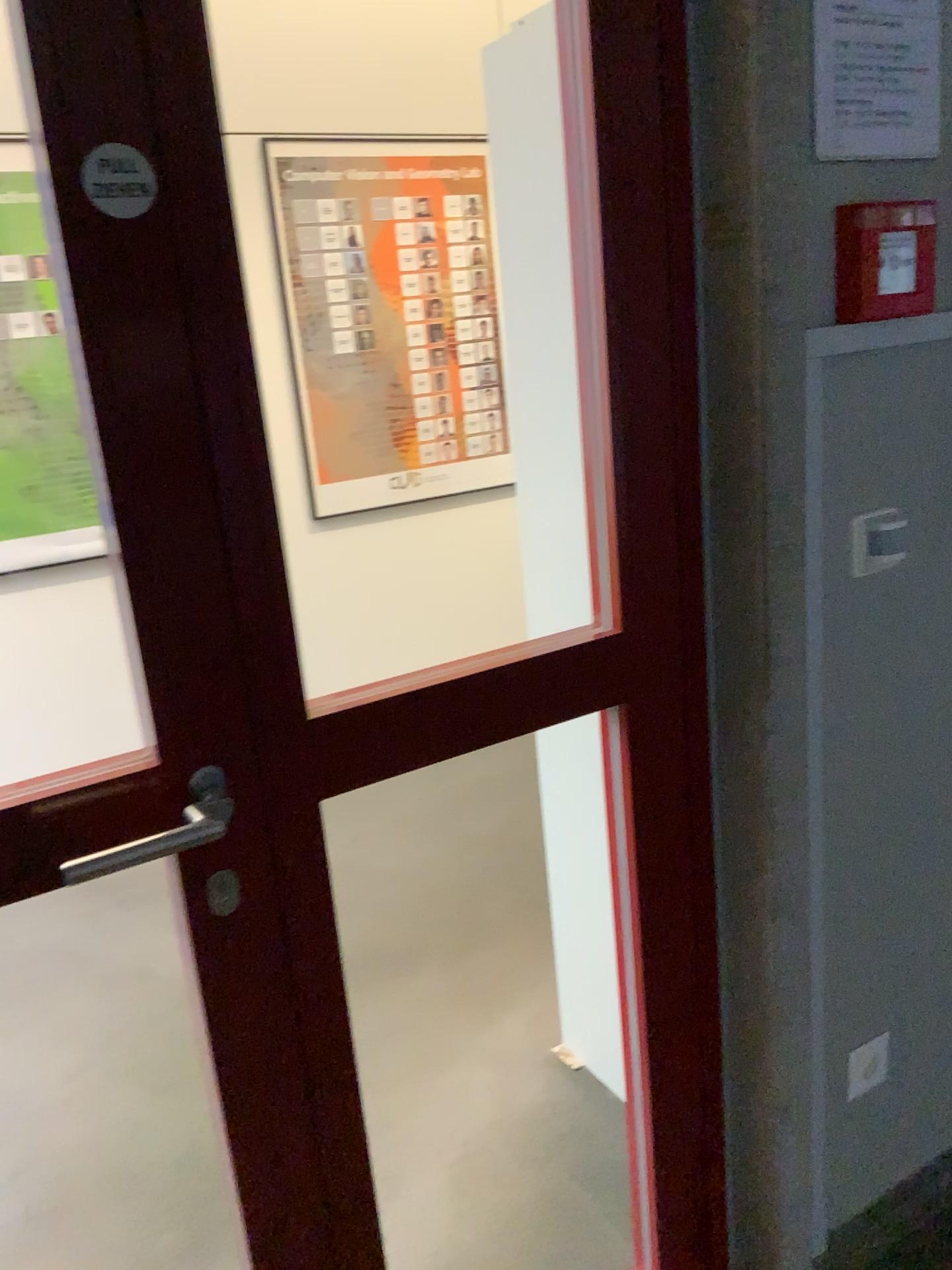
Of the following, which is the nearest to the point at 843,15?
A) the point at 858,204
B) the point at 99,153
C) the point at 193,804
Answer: the point at 858,204

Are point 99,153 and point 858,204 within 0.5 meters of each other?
no

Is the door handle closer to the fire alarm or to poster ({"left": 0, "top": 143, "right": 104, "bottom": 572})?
the fire alarm

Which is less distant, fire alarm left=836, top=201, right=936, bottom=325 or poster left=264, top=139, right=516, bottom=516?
fire alarm left=836, top=201, right=936, bottom=325

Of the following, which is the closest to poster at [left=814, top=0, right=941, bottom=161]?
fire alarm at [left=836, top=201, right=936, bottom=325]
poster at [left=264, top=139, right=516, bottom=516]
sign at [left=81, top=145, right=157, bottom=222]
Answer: fire alarm at [left=836, top=201, right=936, bottom=325]

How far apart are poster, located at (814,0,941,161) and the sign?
0.77m

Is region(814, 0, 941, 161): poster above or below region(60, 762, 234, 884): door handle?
above

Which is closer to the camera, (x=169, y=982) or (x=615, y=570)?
(x=615, y=570)

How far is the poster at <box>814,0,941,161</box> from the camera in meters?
1.2 m

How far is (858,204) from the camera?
1.3m
